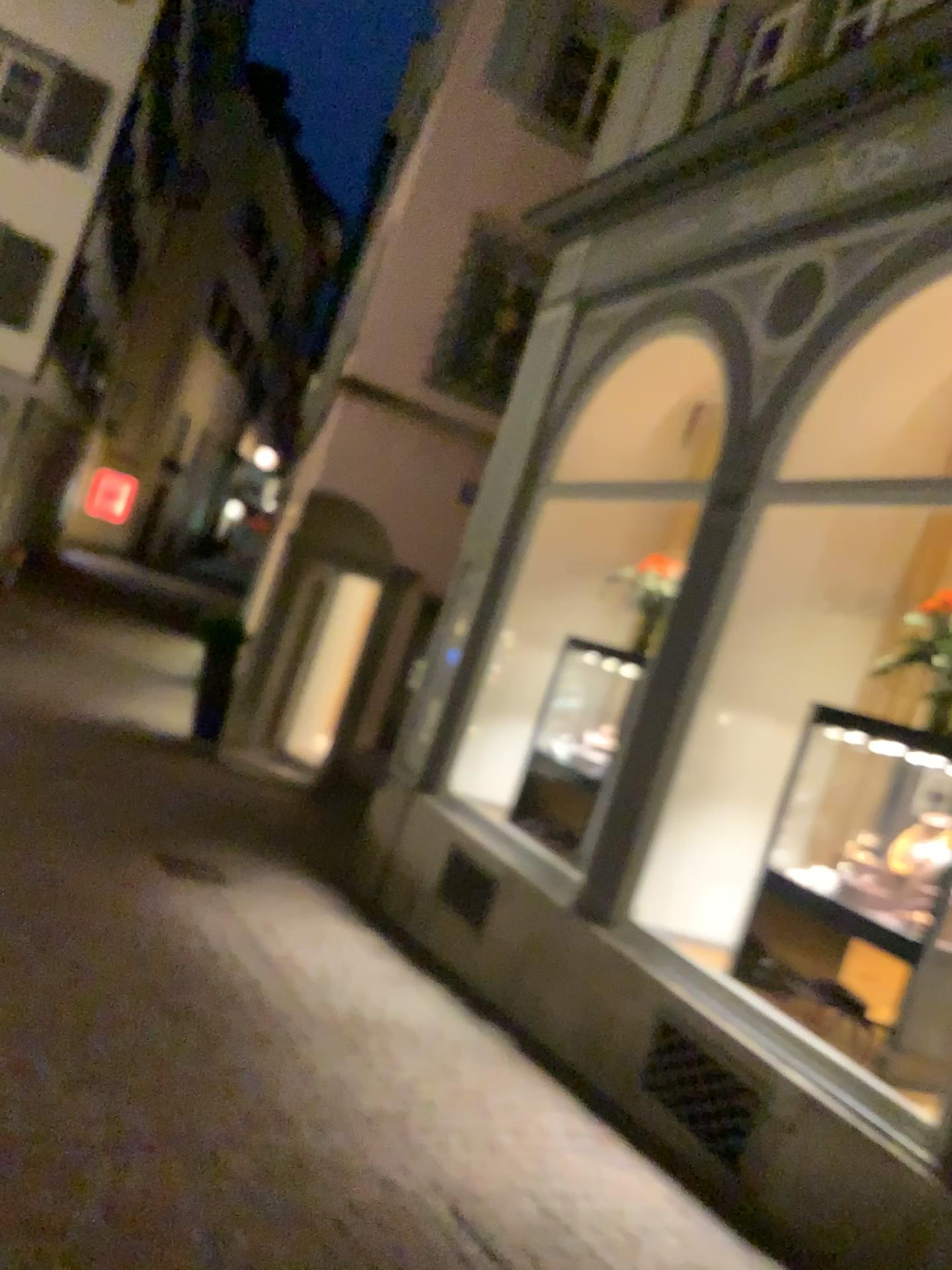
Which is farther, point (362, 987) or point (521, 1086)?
point (362, 987)
